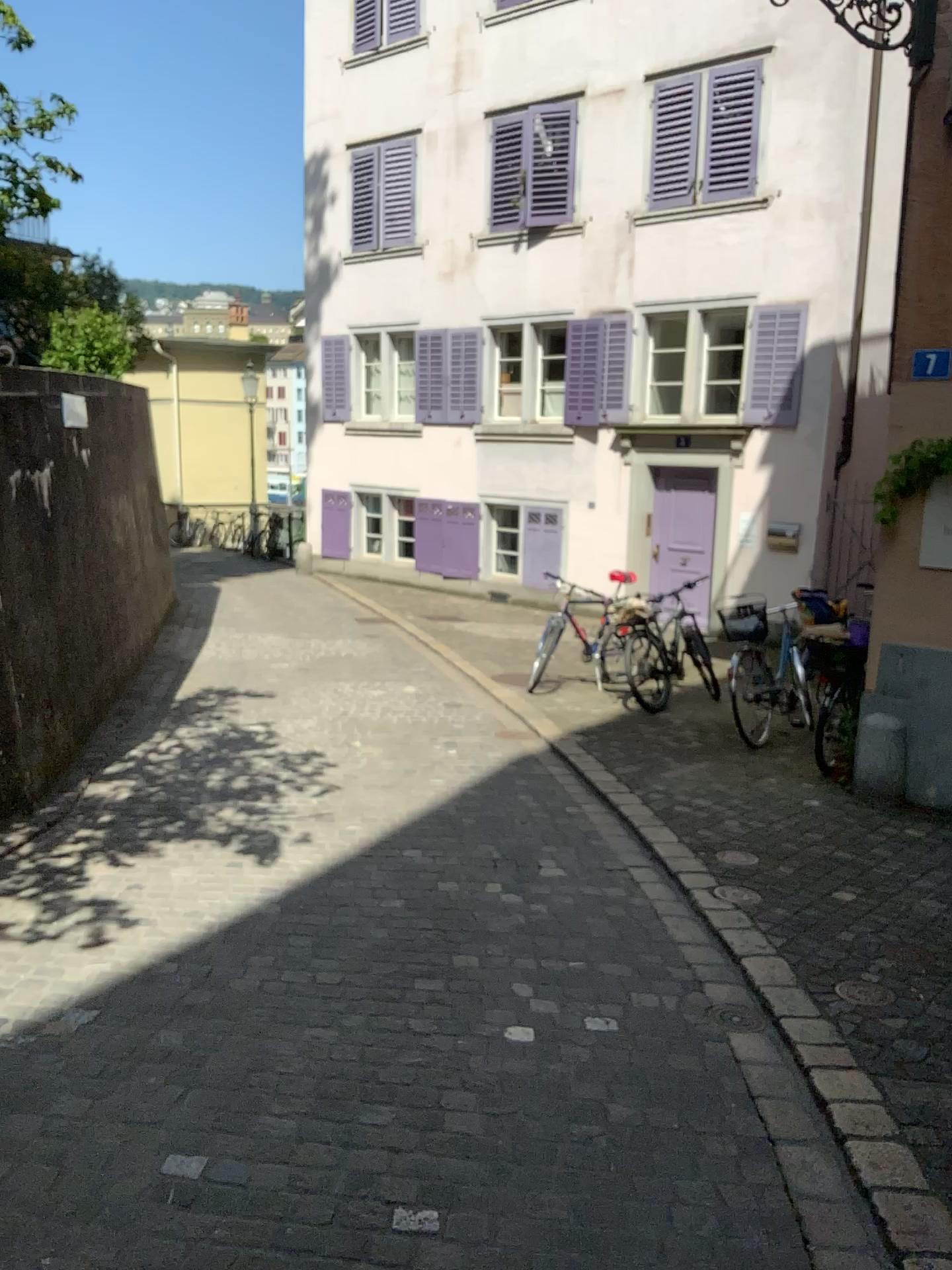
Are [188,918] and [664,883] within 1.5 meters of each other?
no
